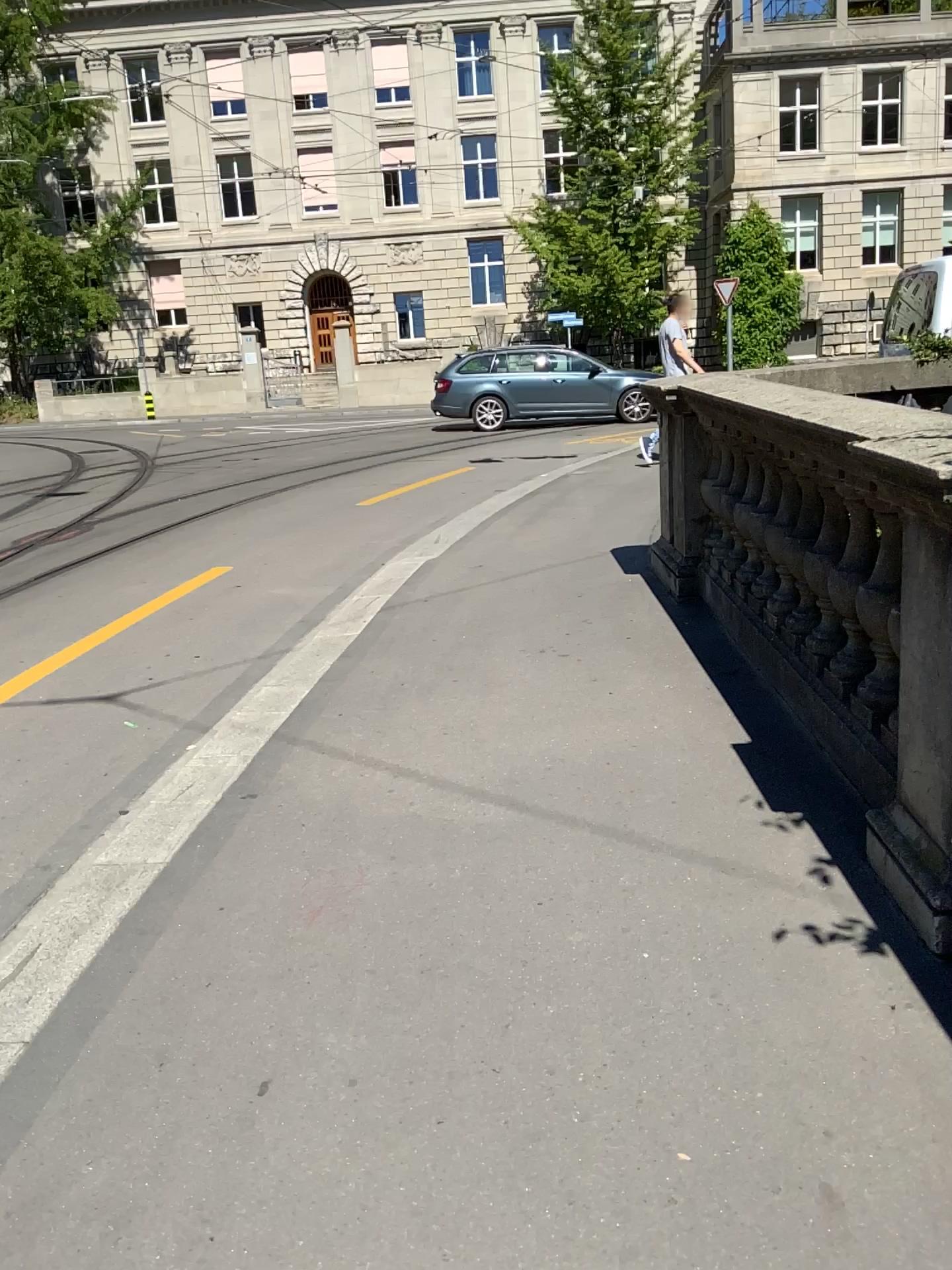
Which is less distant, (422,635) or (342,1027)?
(342,1027)
